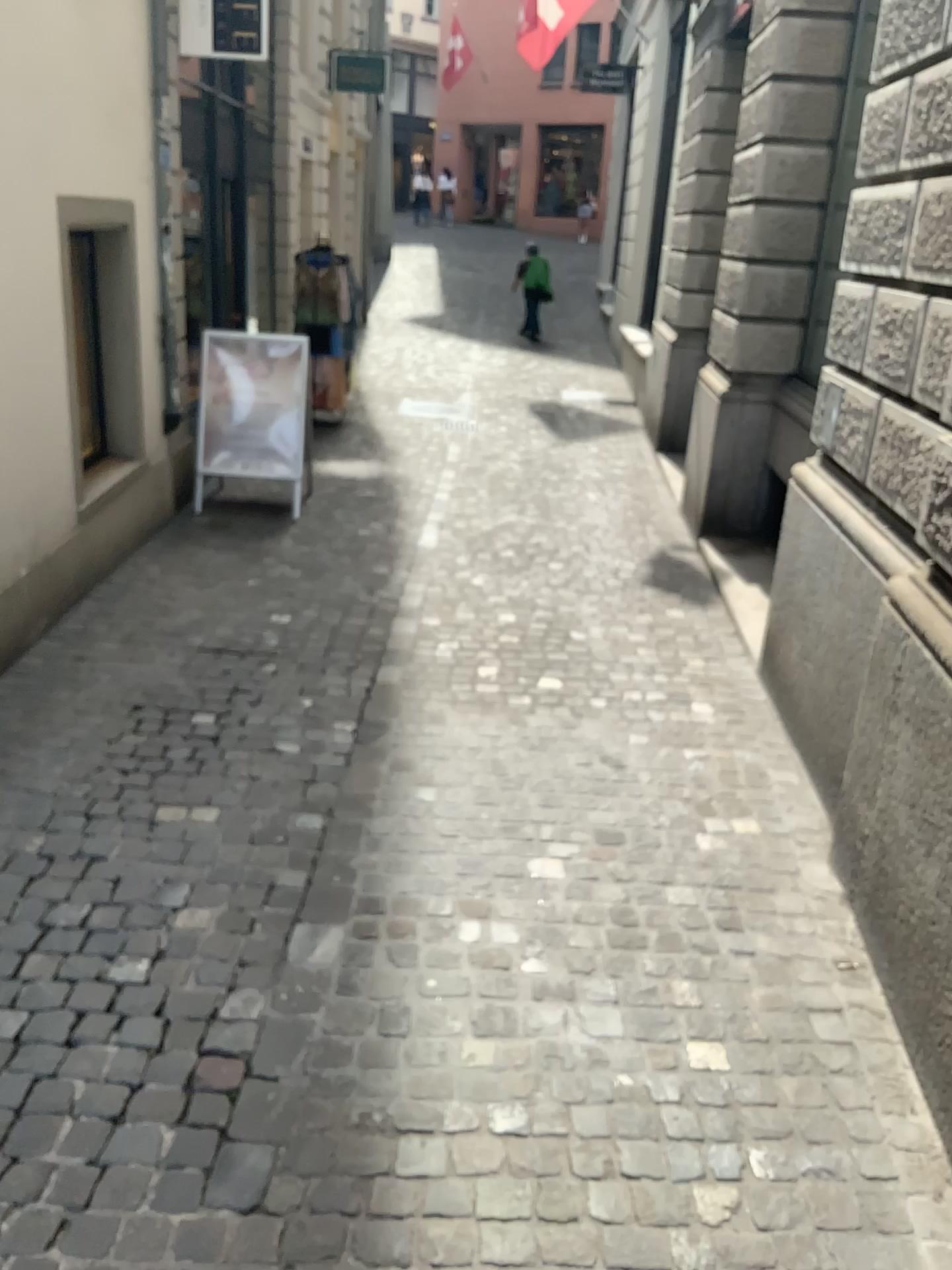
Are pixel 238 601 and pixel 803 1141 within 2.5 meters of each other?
no
